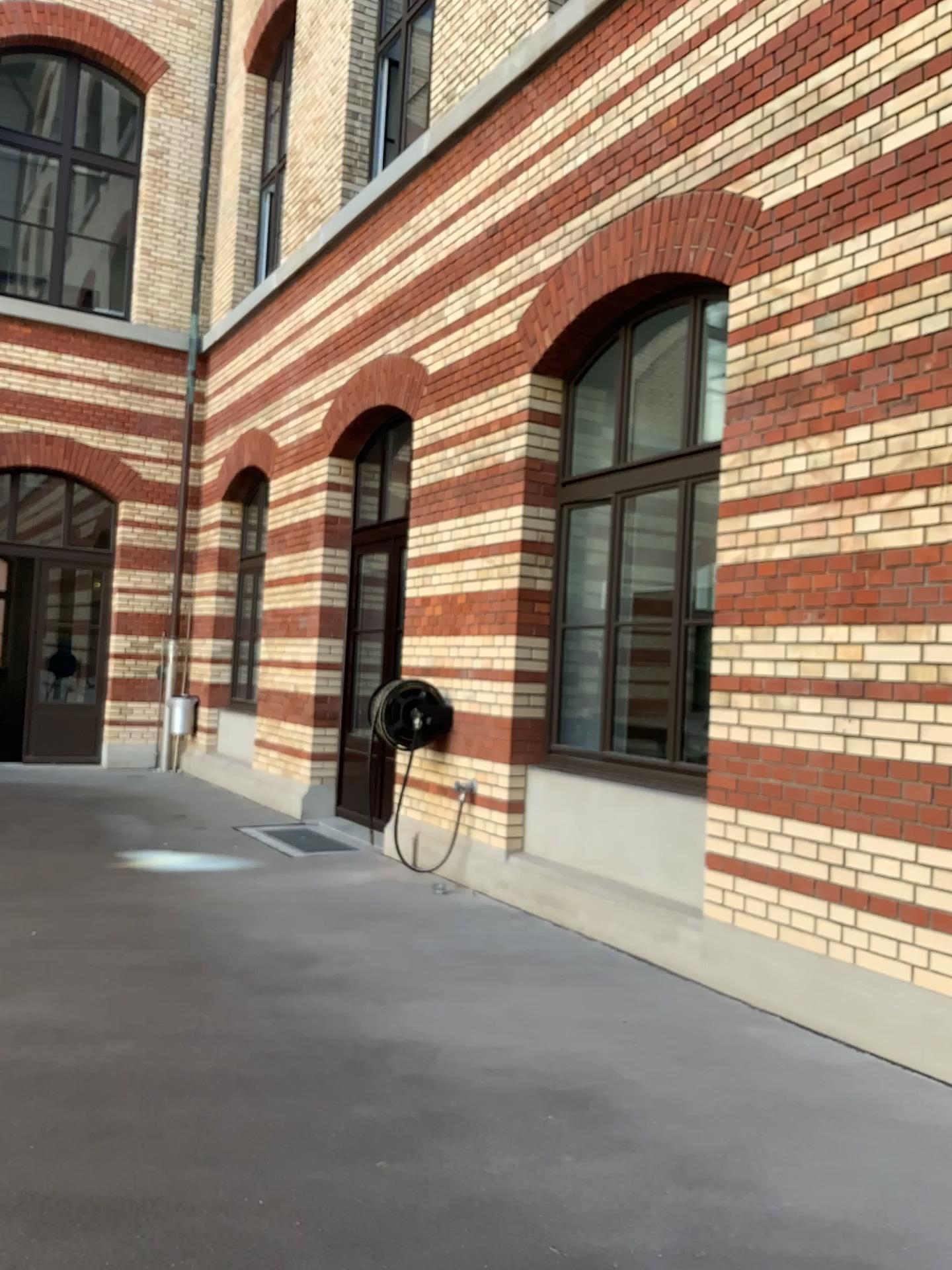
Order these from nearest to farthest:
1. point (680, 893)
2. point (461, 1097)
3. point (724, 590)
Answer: point (461, 1097)
point (724, 590)
point (680, 893)
